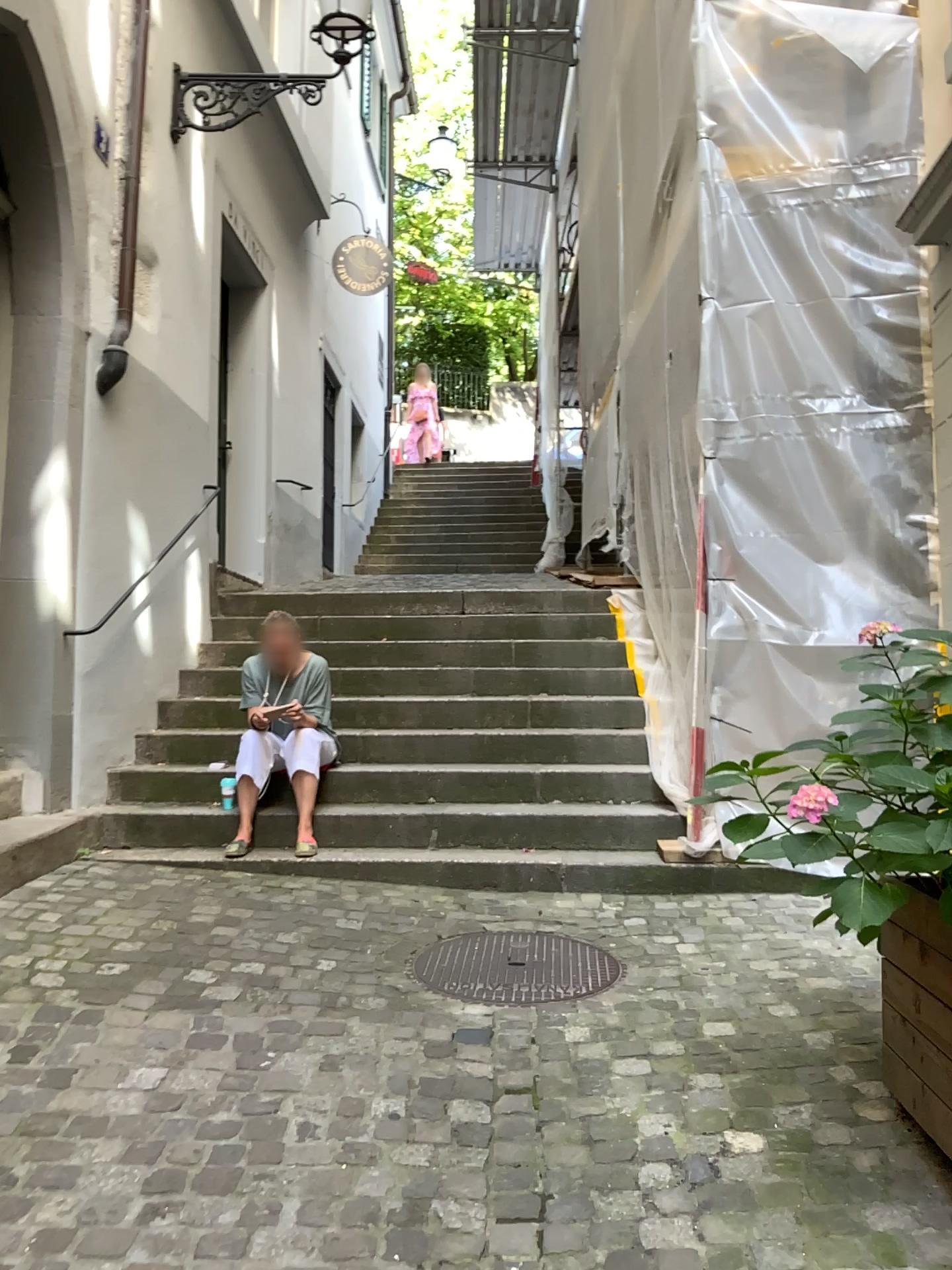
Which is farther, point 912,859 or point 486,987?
point 486,987

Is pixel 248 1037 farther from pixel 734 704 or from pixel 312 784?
pixel 734 704

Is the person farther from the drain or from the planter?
the planter

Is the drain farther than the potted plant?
Yes

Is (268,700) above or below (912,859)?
above

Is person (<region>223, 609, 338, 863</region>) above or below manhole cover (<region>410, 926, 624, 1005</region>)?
above

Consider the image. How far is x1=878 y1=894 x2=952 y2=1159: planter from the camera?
2.11m

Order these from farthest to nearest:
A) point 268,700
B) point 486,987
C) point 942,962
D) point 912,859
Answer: point 268,700, point 486,987, point 942,962, point 912,859

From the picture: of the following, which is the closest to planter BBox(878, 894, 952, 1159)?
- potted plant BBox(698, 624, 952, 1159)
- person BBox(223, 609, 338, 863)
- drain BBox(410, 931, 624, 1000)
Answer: potted plant BBox(698, 624, 952, 1159)

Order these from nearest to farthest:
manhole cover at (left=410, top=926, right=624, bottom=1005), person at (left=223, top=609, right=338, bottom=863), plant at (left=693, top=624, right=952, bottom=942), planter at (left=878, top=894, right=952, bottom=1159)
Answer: plant at (left=693, top=624, right=952, bottom=942)
planter at (left=878, top=894, right=952, bottom=1159)
manhole cover at (left=410, top=926, right=624, bottom=1005)
person at (left=223, top=609, right=338, bottom=863)
